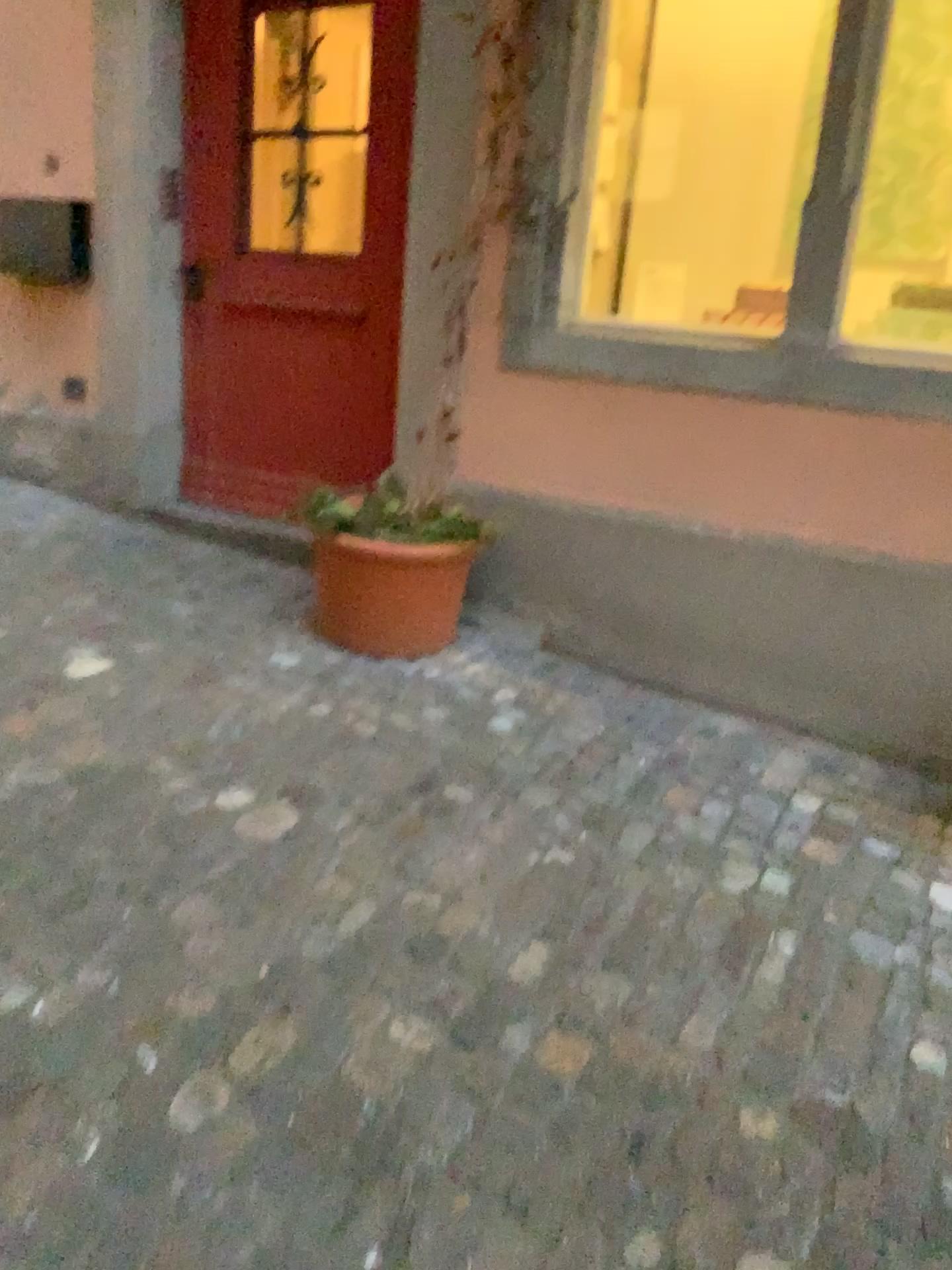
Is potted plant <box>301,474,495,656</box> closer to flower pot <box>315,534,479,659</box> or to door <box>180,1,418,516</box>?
flower pot <box>315,534,479,659</box>

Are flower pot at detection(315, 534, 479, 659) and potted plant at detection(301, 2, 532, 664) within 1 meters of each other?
yes

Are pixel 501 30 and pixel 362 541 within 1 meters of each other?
no

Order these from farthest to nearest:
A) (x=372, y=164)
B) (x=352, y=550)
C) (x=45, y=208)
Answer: (x=45, y=208), (x=372, y=164), (x=352, y=550)

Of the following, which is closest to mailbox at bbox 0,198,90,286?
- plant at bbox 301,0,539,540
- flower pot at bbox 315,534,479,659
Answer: plant at bbox 301,0,539,540

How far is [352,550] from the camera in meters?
3.0 m

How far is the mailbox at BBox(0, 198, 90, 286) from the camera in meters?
4.0

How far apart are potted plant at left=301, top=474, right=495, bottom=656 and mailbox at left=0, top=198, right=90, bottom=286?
1.64m

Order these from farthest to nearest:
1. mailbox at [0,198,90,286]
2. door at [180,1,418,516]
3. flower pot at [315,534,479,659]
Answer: mailbox at [0,198,90,286] → door at [180,1,418,516] → flower pot at [315,534,479,659]

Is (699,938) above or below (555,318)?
below
